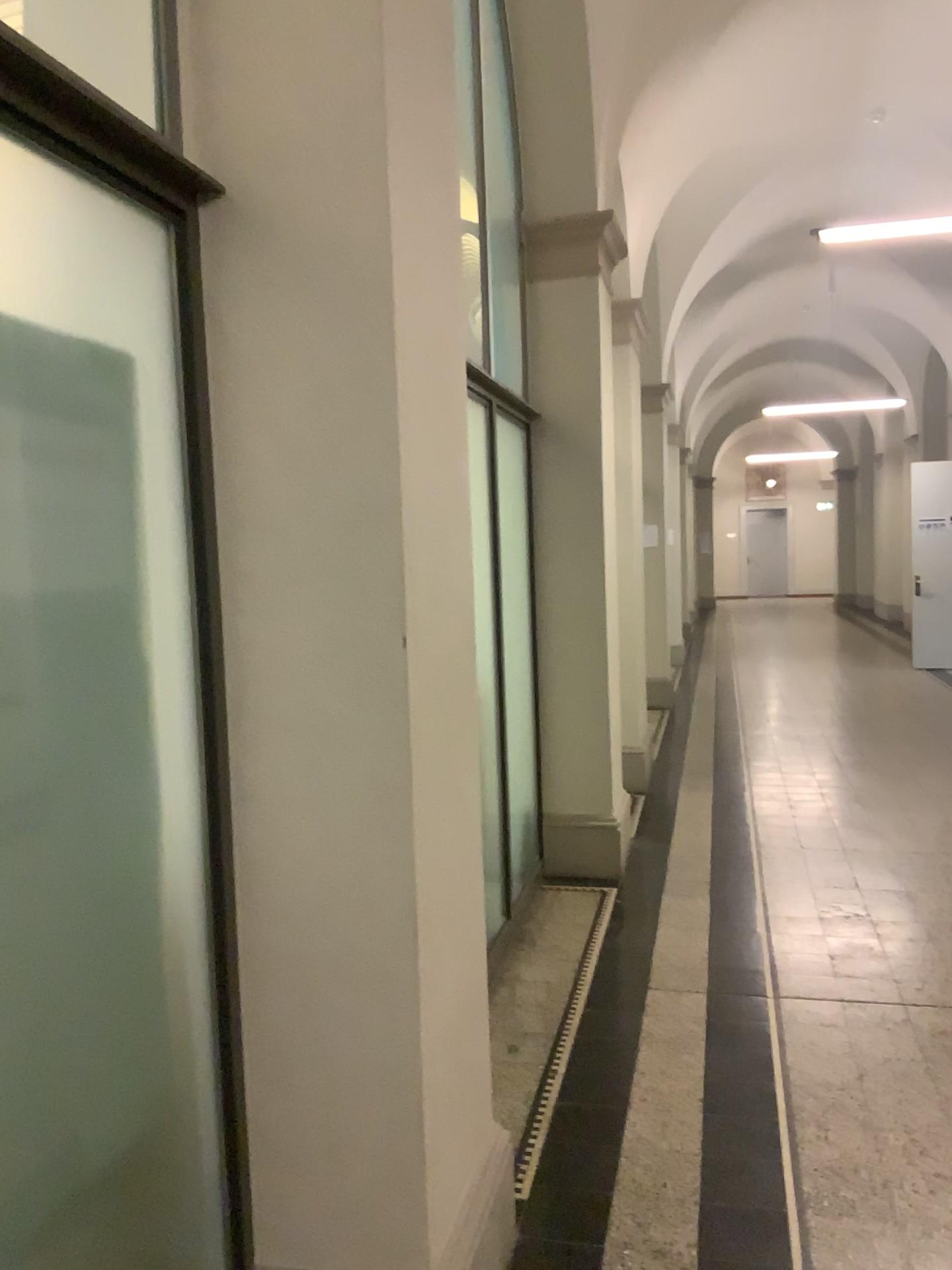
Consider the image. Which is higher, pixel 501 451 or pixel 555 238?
pixel 555 238

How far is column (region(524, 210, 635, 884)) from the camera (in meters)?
4.81

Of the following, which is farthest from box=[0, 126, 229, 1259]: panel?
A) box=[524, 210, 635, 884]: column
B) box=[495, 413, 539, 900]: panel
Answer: box=[524, 210, 635, 884]: column

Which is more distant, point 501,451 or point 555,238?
point 555,238

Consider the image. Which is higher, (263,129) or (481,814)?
(263,129)

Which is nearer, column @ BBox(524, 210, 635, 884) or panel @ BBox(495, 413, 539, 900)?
panel @ BBox(495, 413, 539, 900)

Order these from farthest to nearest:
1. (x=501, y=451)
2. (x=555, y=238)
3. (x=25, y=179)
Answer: (x=555, y=238) → (x=501, y=451) → (x=25, y=179)

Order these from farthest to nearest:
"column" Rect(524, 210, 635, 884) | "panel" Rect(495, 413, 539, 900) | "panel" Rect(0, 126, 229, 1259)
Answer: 1. "column" Rect(524, 210, 635, 884)
2. "panel" Rect(495, 413, 539, 900)
3. "panel" Rect(0, 126, 229, 1259)

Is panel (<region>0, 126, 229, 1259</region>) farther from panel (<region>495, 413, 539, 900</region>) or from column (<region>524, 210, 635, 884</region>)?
column (<region>524, 210, 635, 884</region>)
